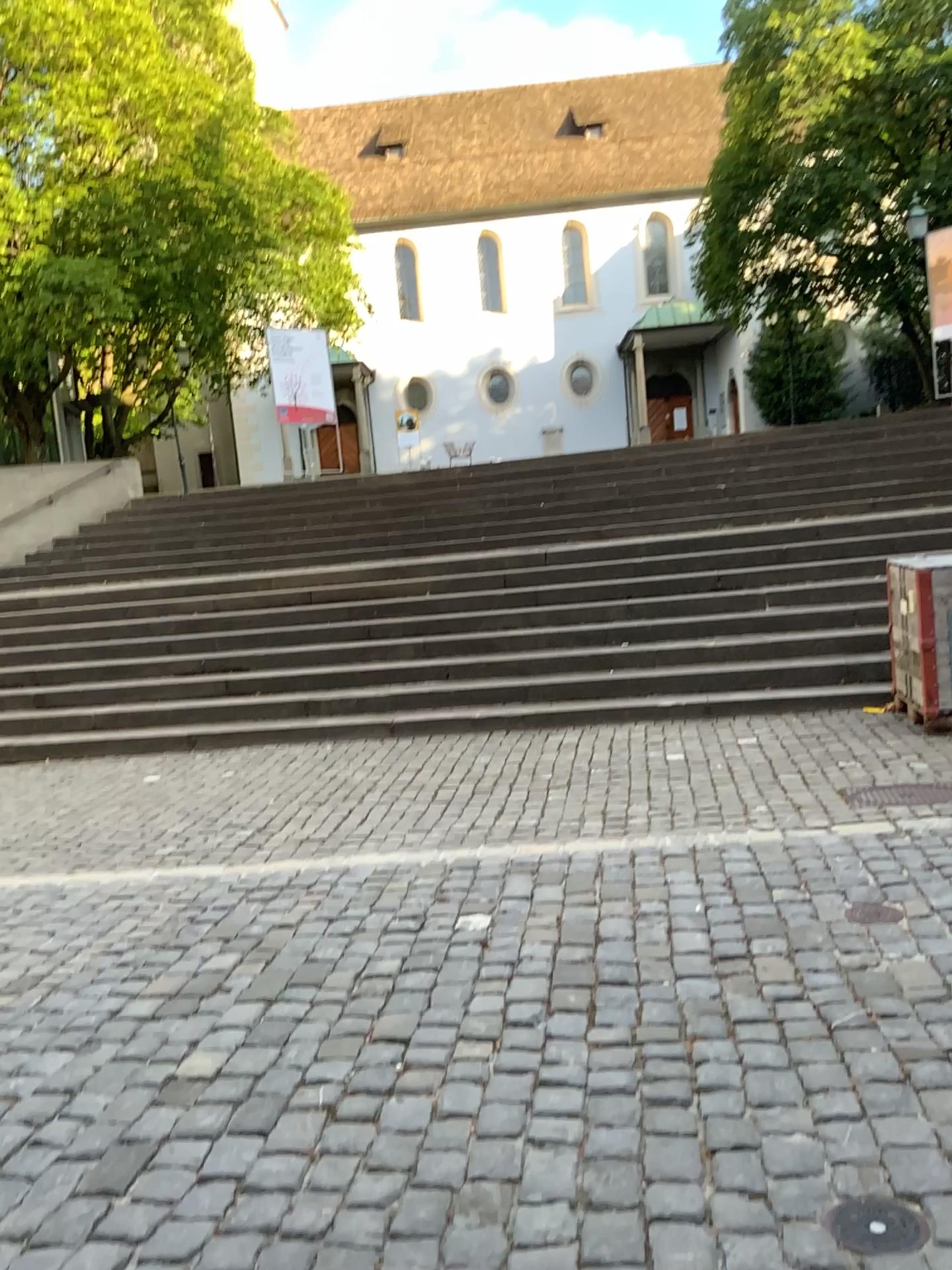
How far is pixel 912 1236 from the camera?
1.91m

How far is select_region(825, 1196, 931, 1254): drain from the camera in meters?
1.9

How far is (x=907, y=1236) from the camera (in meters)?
1.92

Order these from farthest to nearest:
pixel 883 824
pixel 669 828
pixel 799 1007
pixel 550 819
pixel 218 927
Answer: pixel 550 819
pixel 669 828
pixel 883 824
pixel 218 927
pixel 799 1007

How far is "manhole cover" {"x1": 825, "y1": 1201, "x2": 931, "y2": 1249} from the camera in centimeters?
192cm
